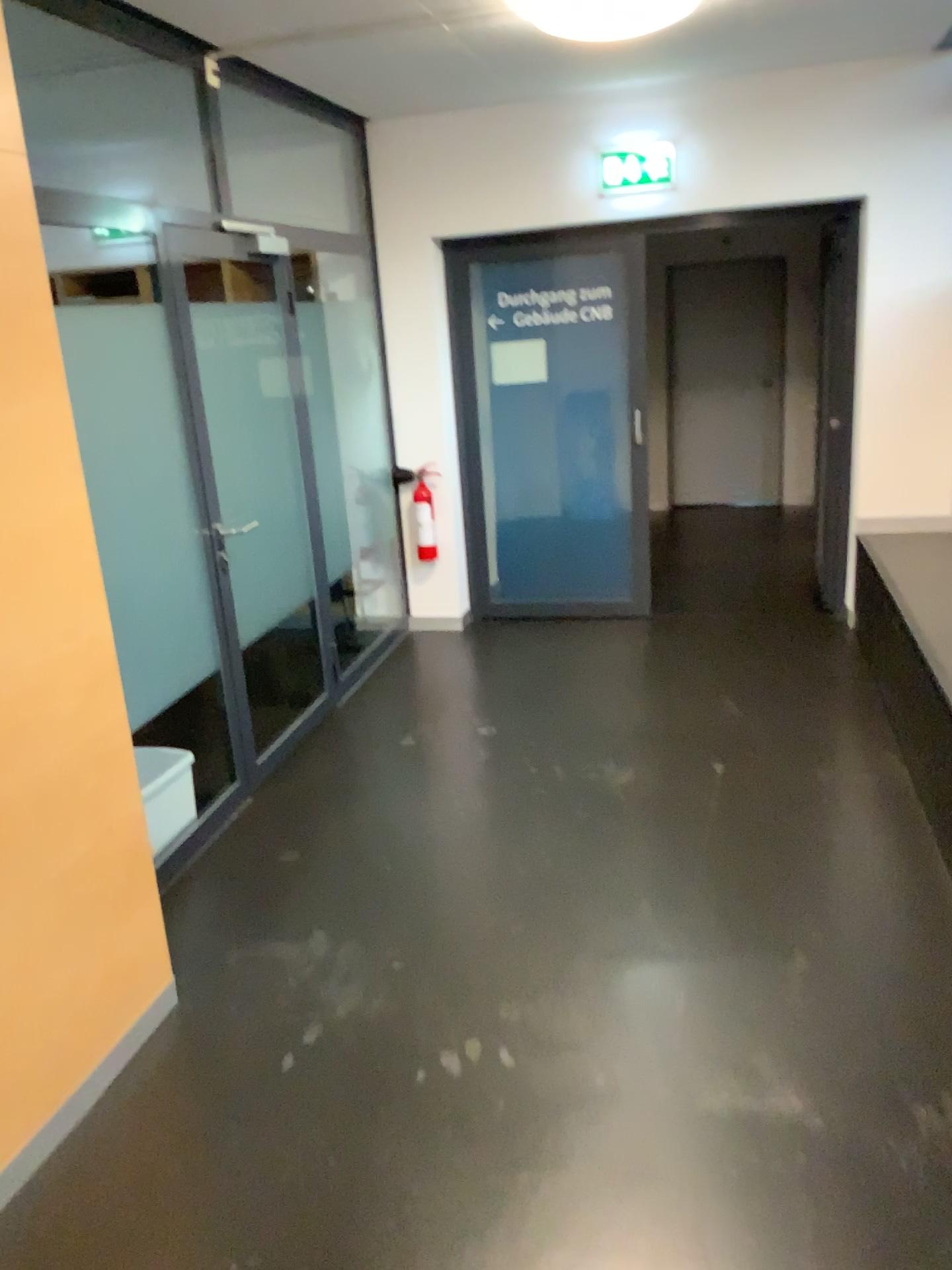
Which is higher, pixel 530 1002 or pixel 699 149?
pixel 699 149
